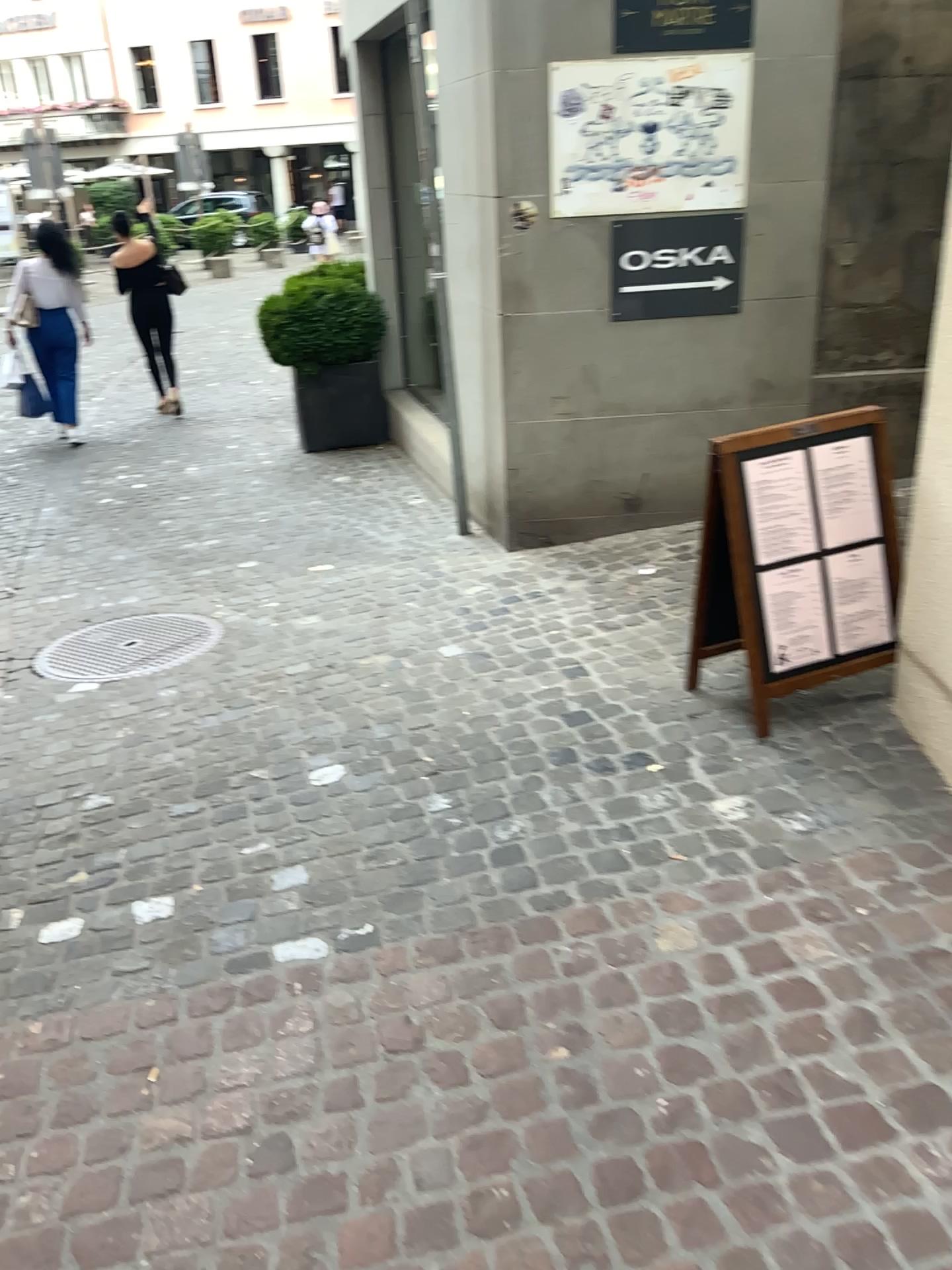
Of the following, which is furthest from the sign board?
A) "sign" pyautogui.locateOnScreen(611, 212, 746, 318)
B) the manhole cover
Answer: the manhole cover

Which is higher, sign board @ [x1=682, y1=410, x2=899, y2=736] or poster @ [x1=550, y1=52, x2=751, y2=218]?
poster @ [x1=550, y1=52, x2=751, y2=218]

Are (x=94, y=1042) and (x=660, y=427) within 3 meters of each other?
no

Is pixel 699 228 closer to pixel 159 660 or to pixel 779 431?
pixel 779 431

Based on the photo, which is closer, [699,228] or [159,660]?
[159,660]

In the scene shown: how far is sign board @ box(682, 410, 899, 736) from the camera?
2.9m

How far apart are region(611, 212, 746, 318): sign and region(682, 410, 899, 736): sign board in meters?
1.6 m

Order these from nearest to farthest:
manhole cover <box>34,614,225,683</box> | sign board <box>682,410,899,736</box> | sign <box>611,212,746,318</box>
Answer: sign board <box>682,410,899,736</box> < manhole cover <box>34,614,225,683</box> < sign <box>611,212,746,318</box>

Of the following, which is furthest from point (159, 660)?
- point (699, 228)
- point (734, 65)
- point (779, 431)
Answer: point (734, 65)

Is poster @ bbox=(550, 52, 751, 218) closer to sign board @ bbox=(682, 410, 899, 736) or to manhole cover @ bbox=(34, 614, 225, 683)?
sign board @ bbox=(682, 410, 899, 736)
